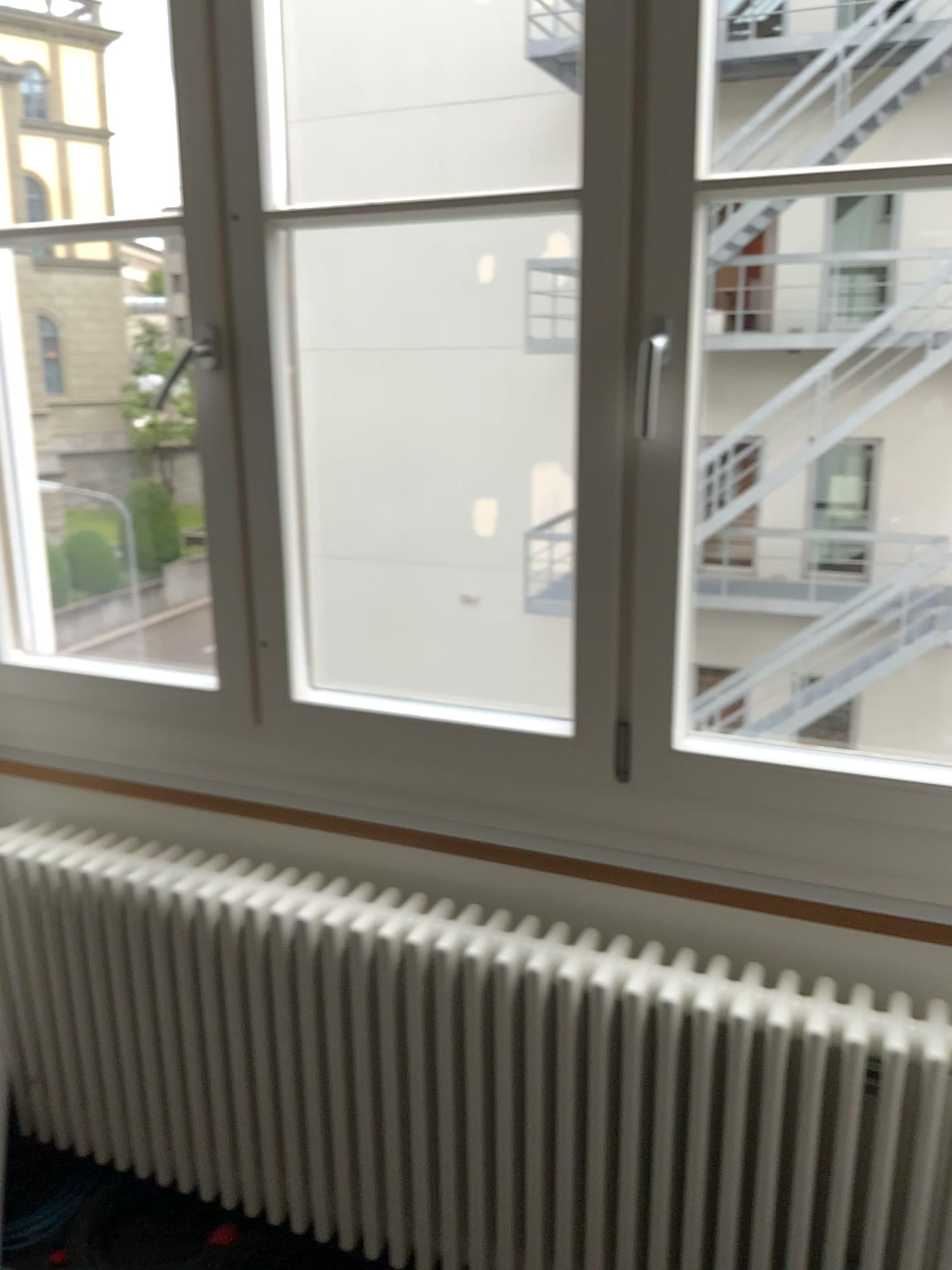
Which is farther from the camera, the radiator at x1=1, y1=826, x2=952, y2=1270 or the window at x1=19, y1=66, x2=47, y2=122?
the window at x1=19, y1=66, x2=47, y2=122

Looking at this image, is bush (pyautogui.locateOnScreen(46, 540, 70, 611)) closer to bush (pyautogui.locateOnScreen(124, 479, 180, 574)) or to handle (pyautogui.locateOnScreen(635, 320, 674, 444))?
bush (pyautogui.locateOnScreen(124, 479, 180, 574))

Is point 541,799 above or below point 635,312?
below

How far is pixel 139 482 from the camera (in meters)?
2.44

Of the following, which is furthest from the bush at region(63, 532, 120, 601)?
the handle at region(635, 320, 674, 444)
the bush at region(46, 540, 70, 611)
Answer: the handle at region(635, 320, 674, 444)

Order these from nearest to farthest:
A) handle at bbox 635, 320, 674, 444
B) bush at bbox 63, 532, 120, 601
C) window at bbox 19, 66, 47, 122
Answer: handle at bbox 635, 320, 674, 444, window at bbox 19, 66, 47, 122, bush at bbox 63, 532, 120, 601

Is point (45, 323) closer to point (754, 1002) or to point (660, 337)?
point (660, 337)

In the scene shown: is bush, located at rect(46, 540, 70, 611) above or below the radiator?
above

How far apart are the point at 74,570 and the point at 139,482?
0.3m

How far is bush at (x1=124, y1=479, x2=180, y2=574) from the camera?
2.43m
